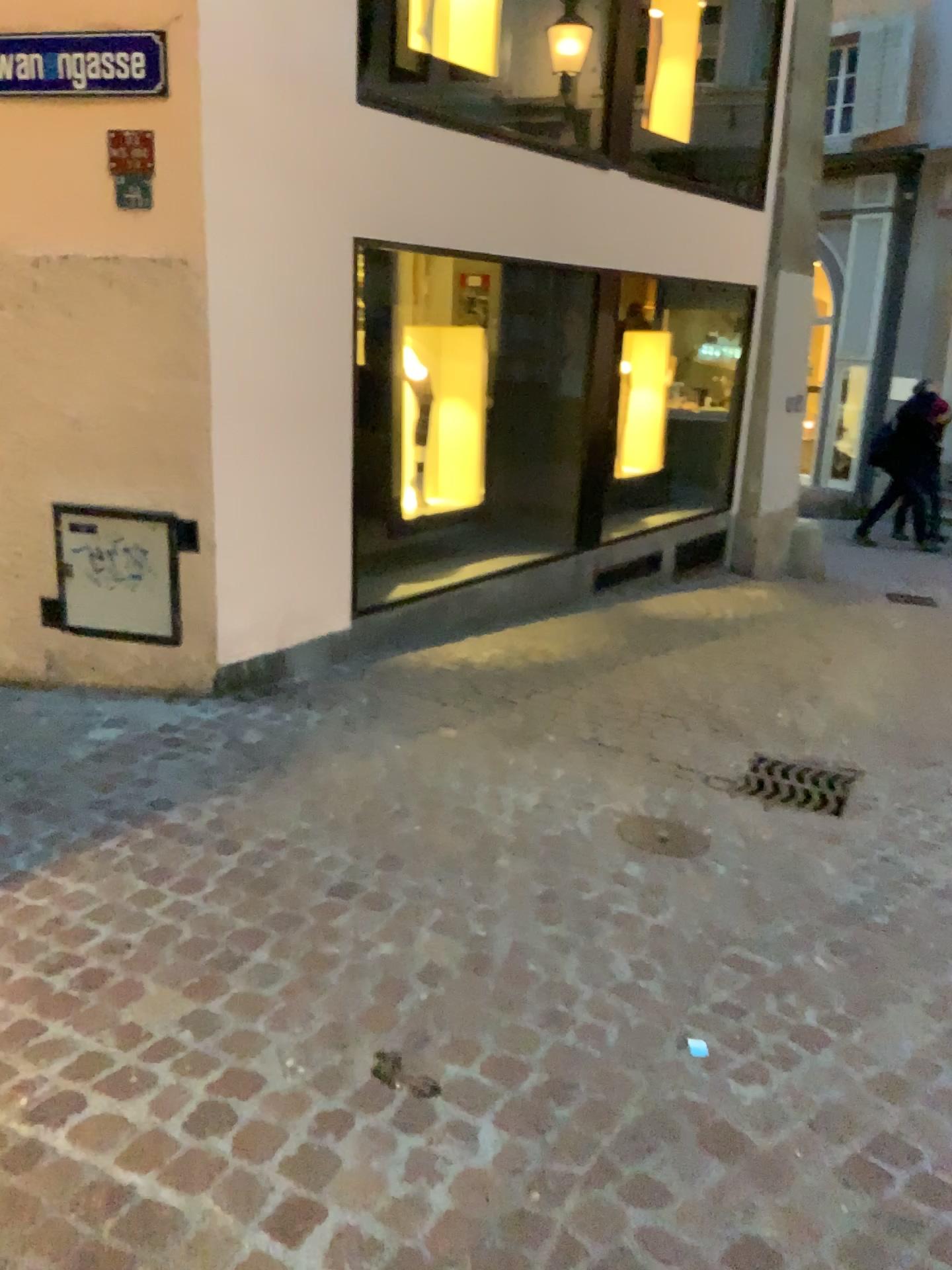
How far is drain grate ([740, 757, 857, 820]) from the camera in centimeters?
370cm

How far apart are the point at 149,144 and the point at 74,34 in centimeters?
43cm

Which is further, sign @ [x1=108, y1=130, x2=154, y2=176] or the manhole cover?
sign @ [x1=108, y1=130, x2=154, y2=176]

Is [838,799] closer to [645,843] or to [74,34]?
[645,843]

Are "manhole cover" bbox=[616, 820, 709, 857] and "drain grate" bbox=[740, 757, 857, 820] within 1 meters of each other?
yes

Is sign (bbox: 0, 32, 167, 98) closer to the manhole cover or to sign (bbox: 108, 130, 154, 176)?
sign (bbox: 108, 130, 154, 176)

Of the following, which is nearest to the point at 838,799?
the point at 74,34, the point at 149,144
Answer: the point at 149,144

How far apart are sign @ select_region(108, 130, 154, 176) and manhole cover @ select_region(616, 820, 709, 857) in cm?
288

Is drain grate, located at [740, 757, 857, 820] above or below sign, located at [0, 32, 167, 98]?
below

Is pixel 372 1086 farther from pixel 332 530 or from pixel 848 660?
pixel 848 660
